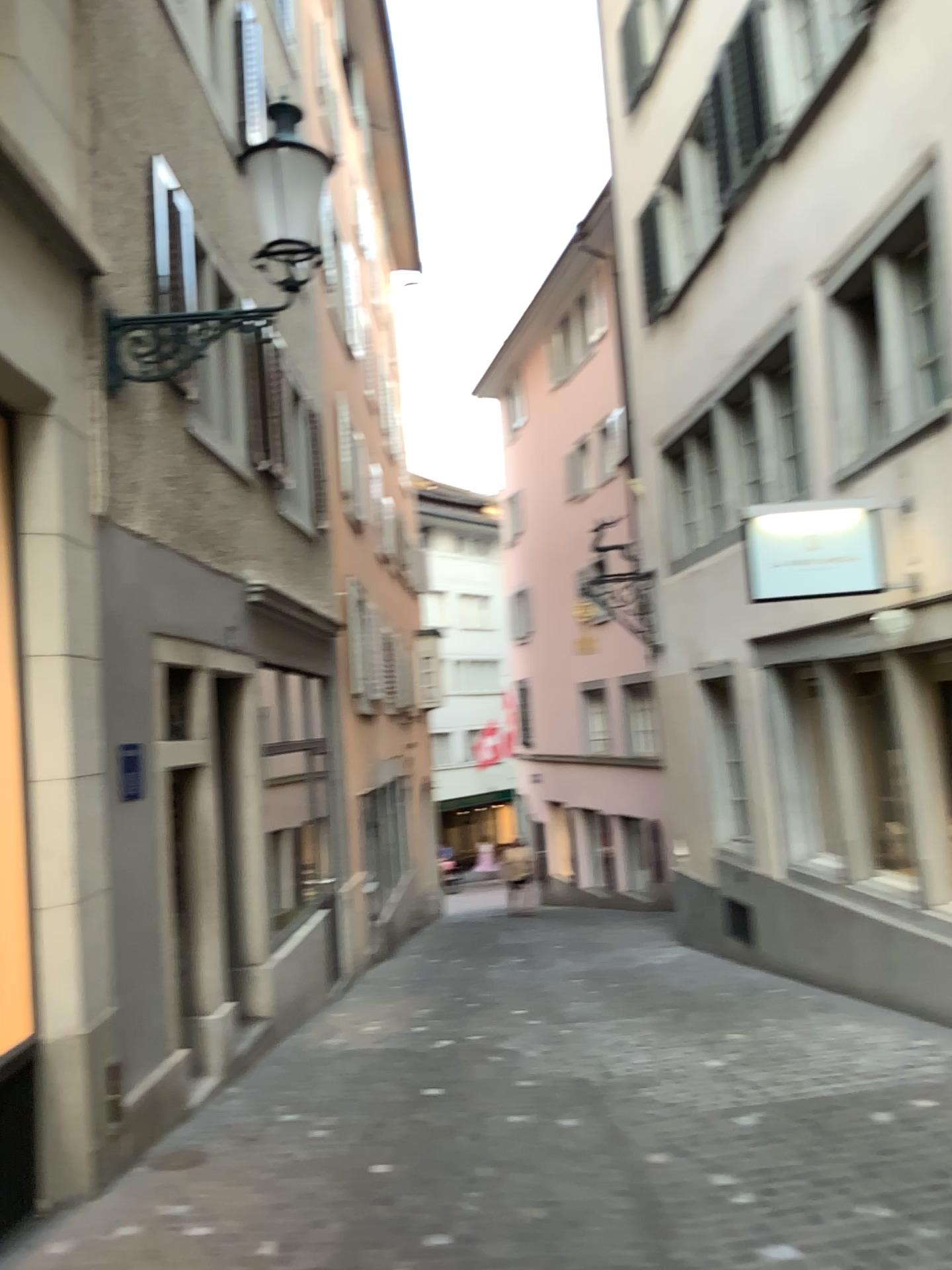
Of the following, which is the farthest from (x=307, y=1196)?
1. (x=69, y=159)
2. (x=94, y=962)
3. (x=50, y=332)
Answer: (x=69, y=159)
